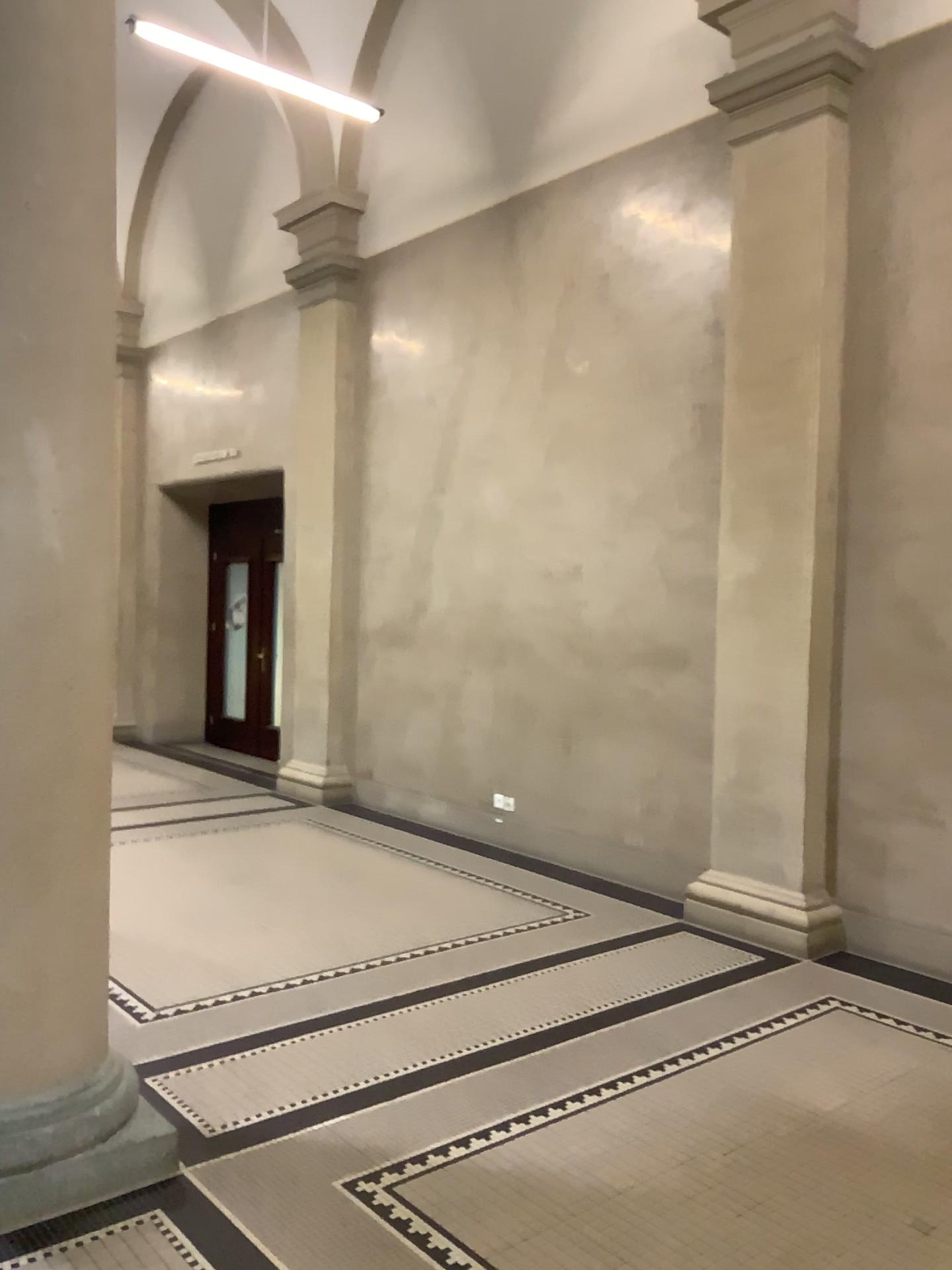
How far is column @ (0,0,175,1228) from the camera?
2.7 meters

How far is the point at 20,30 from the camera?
2.72m

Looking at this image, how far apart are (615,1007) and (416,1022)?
0.80m
